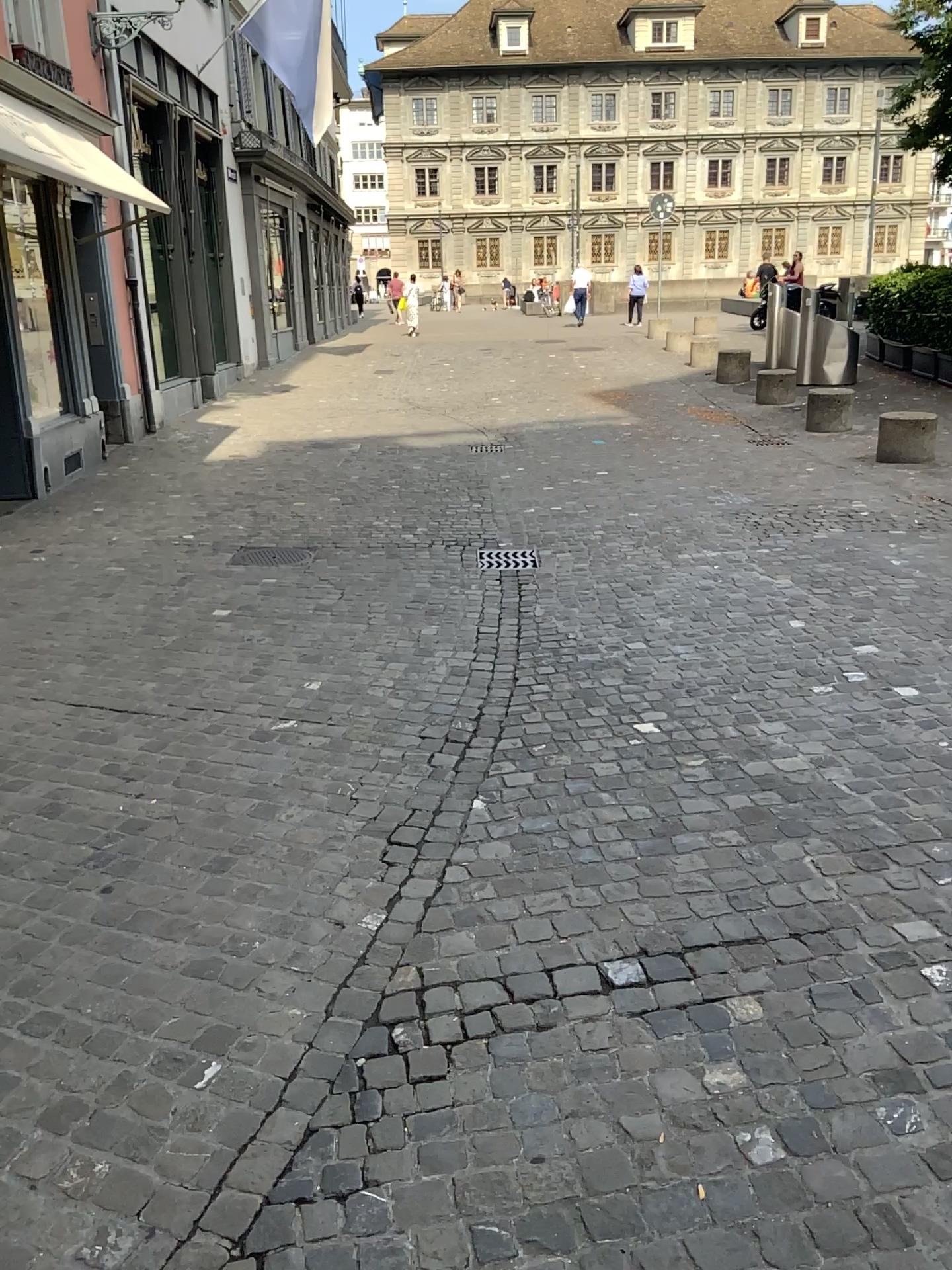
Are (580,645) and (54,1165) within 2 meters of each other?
no
